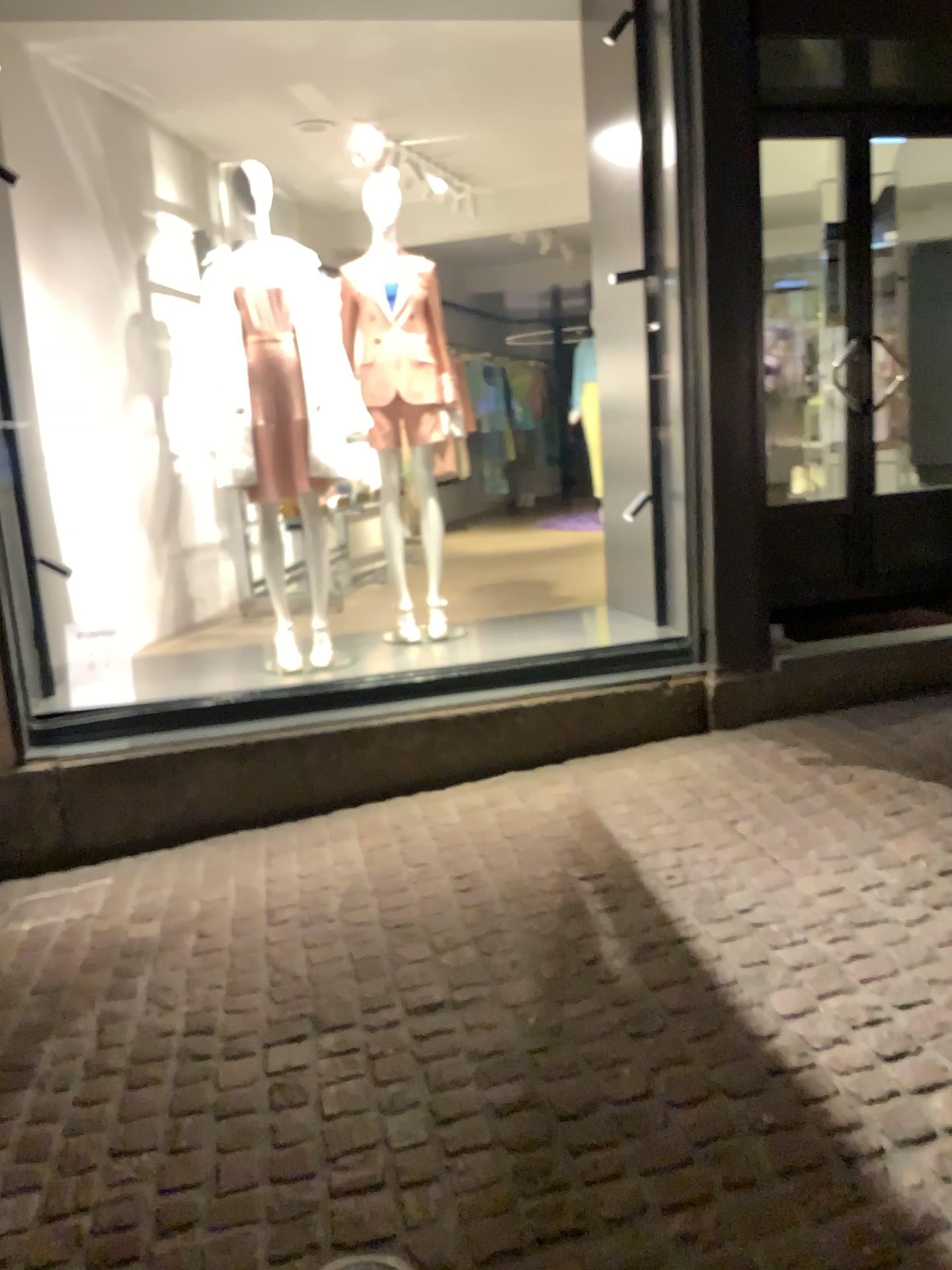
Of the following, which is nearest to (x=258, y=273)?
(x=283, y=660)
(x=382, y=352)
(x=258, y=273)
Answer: (x=258, y=273)

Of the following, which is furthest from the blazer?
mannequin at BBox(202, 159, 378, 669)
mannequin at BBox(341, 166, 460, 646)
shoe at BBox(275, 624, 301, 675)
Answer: shoe at BBox(275, 624, 301, 675)

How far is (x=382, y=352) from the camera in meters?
4.4

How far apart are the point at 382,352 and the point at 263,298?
0.6 meters

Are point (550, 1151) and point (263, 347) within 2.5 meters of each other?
no

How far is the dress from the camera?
3.9 meters

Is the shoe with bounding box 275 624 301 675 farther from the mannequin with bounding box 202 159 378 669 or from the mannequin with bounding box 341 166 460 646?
the mannequin with bounding box 341 166 460 646

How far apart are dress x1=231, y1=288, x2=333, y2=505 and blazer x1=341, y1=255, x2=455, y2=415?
0.4 meters

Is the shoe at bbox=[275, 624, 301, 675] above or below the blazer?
below

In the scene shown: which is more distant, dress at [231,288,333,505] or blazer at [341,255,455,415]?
blazer at [341,255,455,415]
